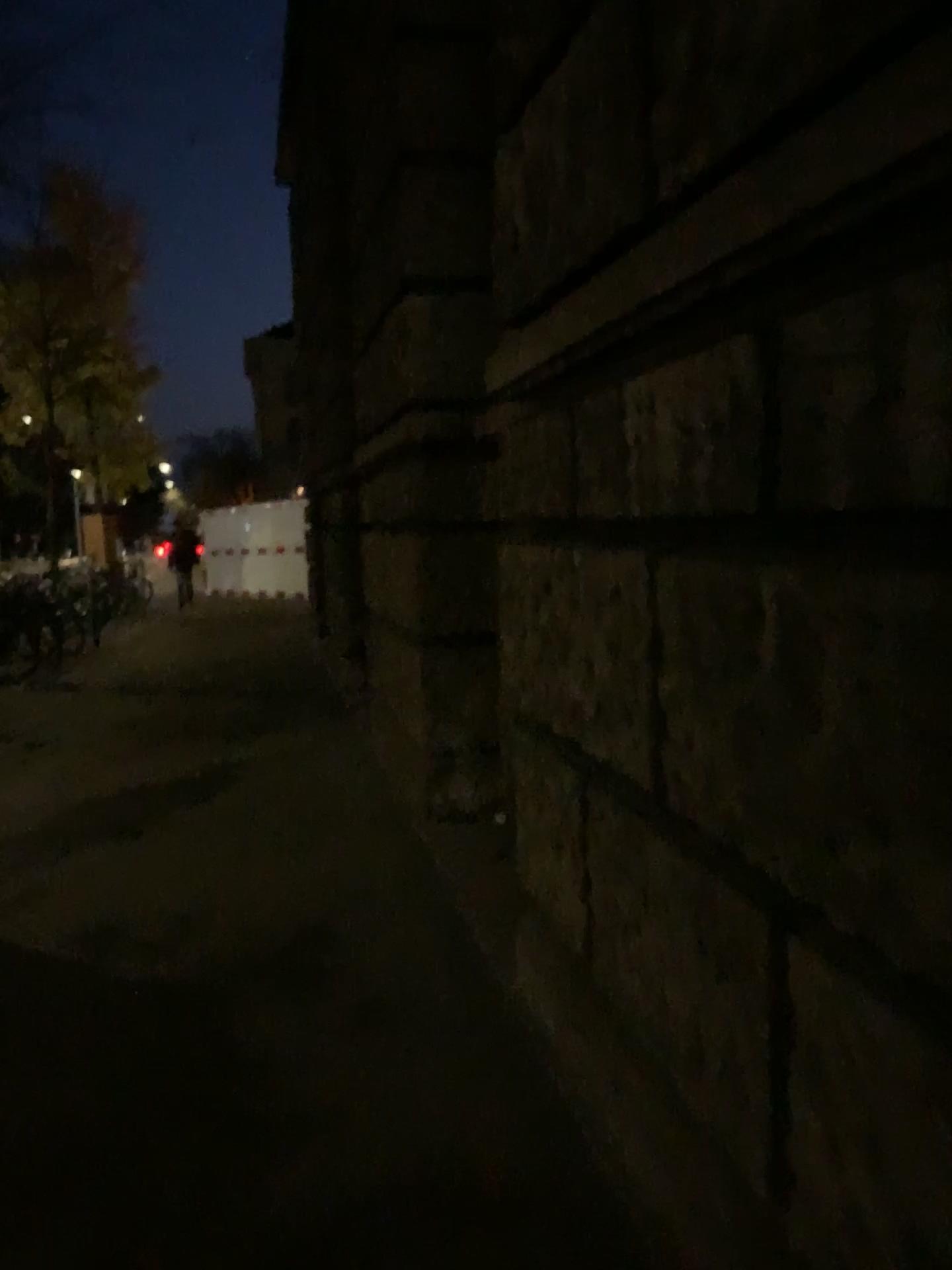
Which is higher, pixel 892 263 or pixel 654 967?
pixel 892 263
